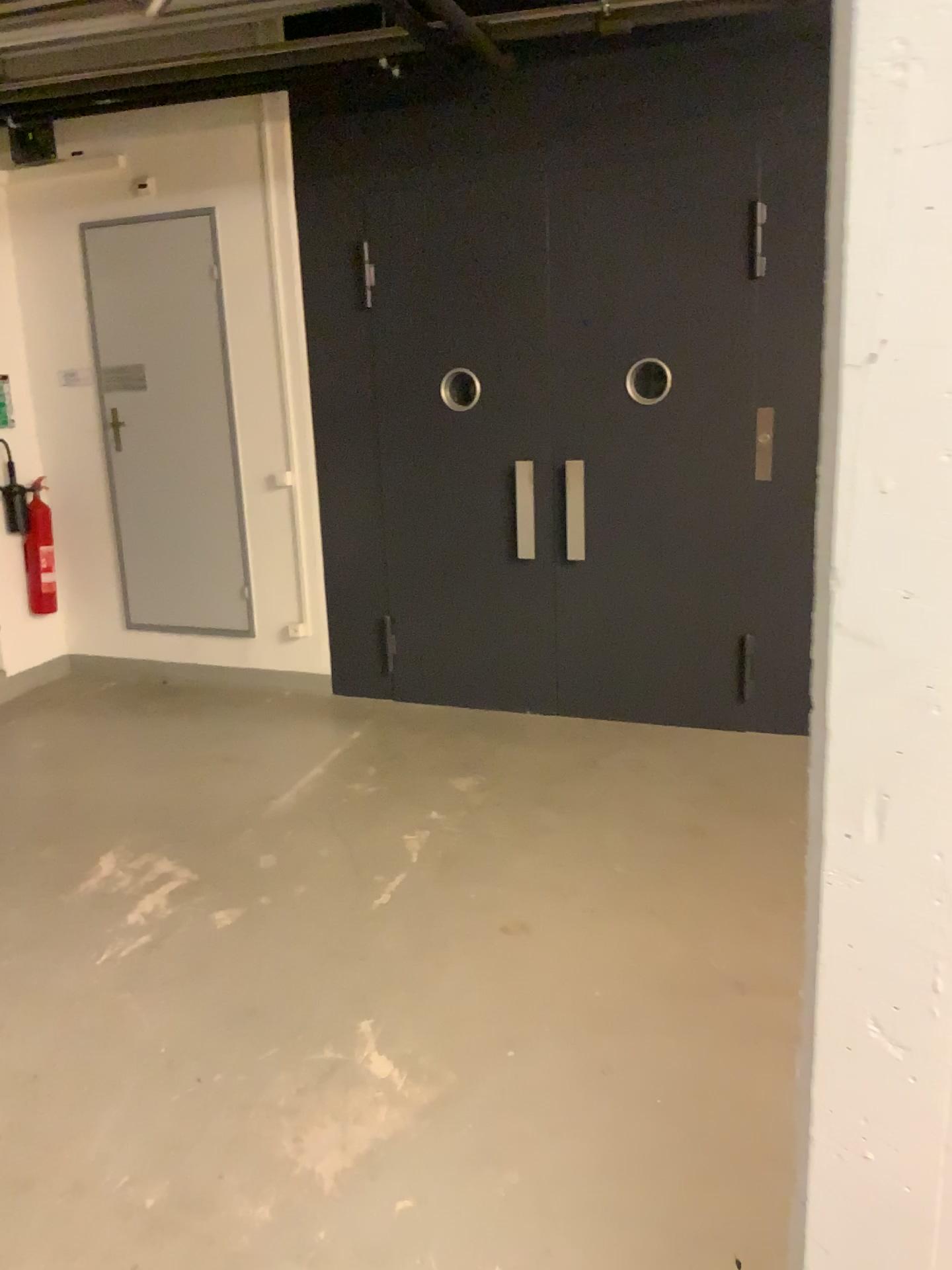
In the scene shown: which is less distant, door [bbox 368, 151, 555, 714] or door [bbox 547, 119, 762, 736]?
door [bbox 547, 119, 762, 736]

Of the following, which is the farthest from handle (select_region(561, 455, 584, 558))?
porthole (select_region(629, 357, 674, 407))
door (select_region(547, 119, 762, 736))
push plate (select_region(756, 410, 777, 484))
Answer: push plate (select_region(756, 410, 777, 484))

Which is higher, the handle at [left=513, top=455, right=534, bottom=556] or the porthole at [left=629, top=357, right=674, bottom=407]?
the porthole at [left=629, top=357, right=674, bottom=407]

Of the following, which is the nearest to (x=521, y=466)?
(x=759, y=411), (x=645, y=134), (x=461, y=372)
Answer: (x=461, y=372)

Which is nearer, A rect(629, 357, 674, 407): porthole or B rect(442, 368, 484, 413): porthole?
A rect(629, 357, 674, 407): porthole

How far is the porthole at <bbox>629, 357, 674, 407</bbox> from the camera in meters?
4.5

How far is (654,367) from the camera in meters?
4.5

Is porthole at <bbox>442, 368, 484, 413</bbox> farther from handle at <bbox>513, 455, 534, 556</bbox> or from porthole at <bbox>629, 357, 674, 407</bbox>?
porthole at <bbox>629, 357, 674, 407</bbox>

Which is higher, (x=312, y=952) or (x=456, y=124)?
(x=456, y=124)

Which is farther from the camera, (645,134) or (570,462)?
(570,462)
